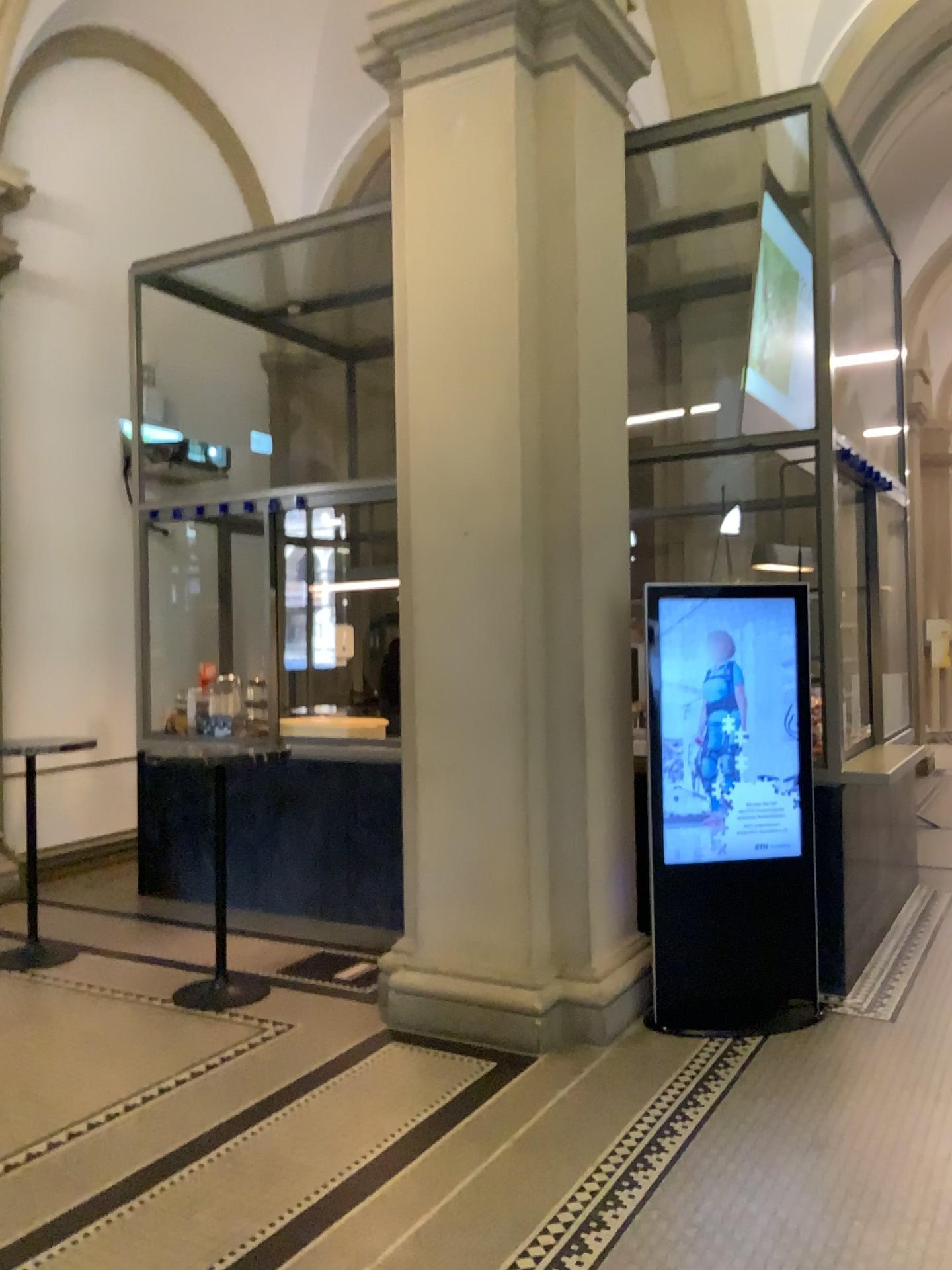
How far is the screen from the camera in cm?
448

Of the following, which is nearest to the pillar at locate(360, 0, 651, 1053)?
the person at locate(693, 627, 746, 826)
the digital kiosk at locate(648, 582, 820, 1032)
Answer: the digital kiosk at locate(648, 582, 820, 1032)

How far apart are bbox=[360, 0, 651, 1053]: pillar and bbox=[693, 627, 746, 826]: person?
0.40m

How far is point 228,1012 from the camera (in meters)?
4.51

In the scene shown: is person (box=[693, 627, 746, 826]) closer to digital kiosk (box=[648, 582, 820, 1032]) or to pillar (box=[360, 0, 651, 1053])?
digital kiosk (box=[648, 582, 820, 1032])

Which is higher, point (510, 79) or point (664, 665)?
point (510, 79)

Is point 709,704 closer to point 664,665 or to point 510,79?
point 664,665

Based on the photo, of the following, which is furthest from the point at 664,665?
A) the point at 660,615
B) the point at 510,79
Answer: the point at 510,79

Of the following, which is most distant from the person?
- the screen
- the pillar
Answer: the pillar

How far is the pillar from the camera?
4.3 meters
